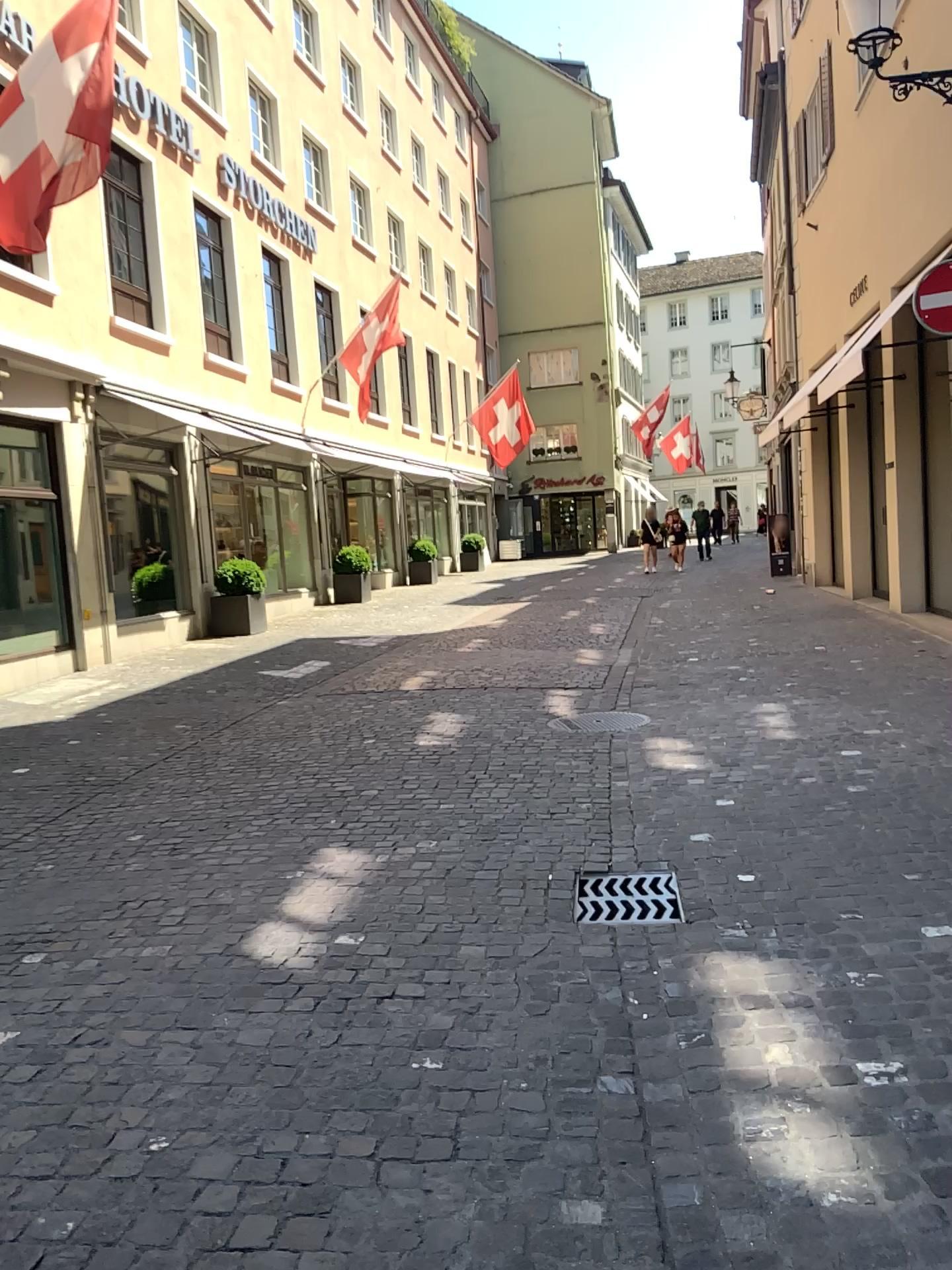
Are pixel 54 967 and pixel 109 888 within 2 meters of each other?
yes

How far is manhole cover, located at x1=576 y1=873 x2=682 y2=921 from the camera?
3.69m

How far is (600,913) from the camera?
3.7 meters
